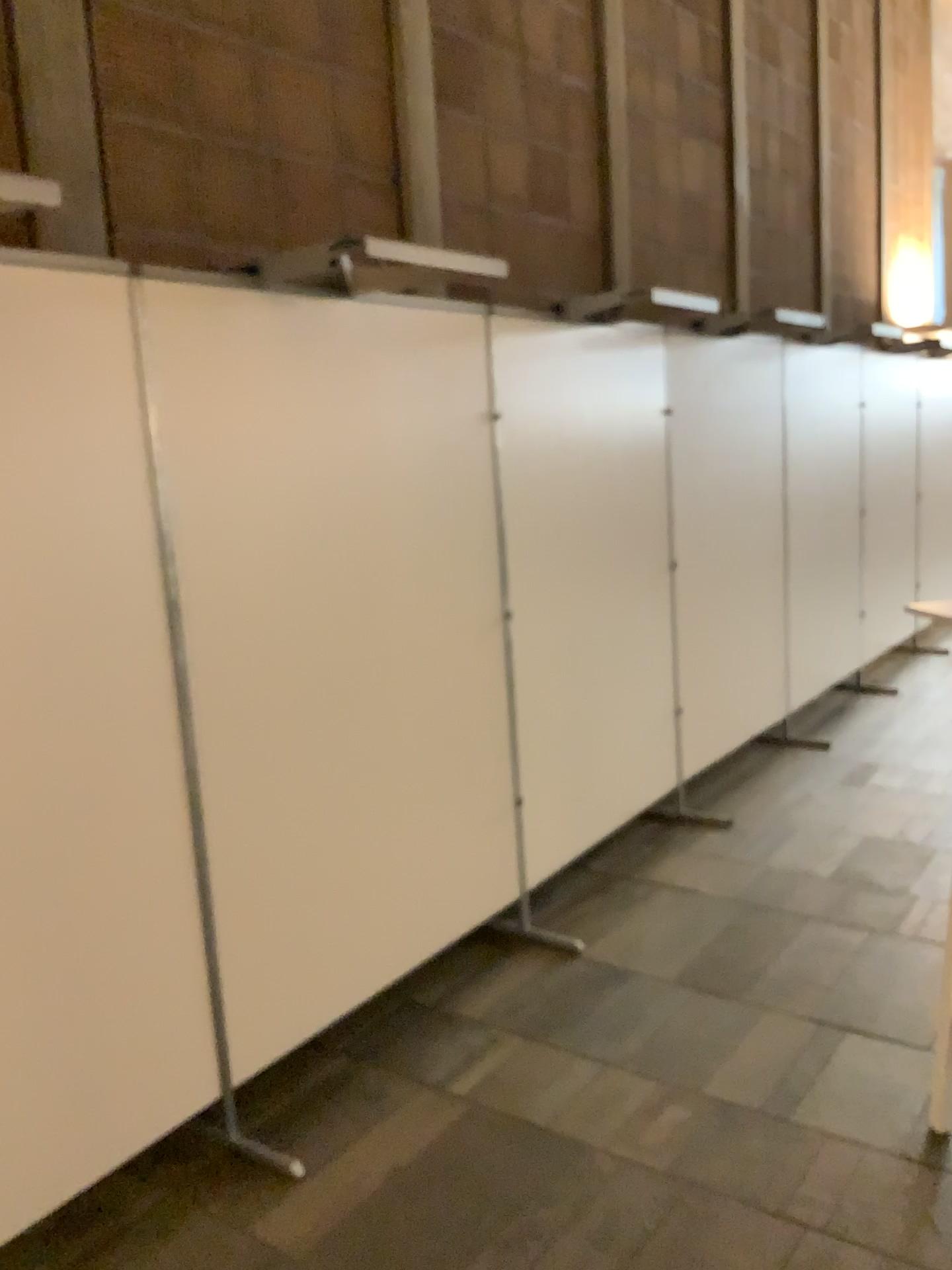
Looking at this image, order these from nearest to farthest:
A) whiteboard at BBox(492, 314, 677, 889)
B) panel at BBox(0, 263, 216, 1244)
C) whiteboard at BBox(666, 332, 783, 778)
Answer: panel at BBox(0, 263, 216, 1244) < whiteboard at BBox(492, 314, 677, 889) < whiteboard at BBox(666, 332, 783, 778)

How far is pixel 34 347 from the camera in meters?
2.0 m

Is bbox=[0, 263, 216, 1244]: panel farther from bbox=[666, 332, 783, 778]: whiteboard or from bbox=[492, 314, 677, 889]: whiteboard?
bbox=[666, 332, 783, 778]: whiteboard

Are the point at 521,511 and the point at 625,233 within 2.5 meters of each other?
yes

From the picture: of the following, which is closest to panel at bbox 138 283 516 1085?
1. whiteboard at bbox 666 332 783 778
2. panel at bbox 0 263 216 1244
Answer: panel at bbox 0 263 216 1244

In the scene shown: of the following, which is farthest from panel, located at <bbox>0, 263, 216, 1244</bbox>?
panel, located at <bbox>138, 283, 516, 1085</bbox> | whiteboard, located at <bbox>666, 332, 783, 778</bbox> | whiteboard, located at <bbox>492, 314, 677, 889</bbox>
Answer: whiteboard, located at <bbox>666, 332, 783, 778</bbox>

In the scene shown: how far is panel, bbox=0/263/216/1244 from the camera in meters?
2.0

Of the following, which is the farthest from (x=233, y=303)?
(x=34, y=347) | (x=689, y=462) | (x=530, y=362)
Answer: (x=689, y=462)

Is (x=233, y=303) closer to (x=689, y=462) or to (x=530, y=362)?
(x=530, y=362)

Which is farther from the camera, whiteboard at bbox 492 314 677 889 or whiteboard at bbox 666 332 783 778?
whiteboard at bbox 666 332 783 778
